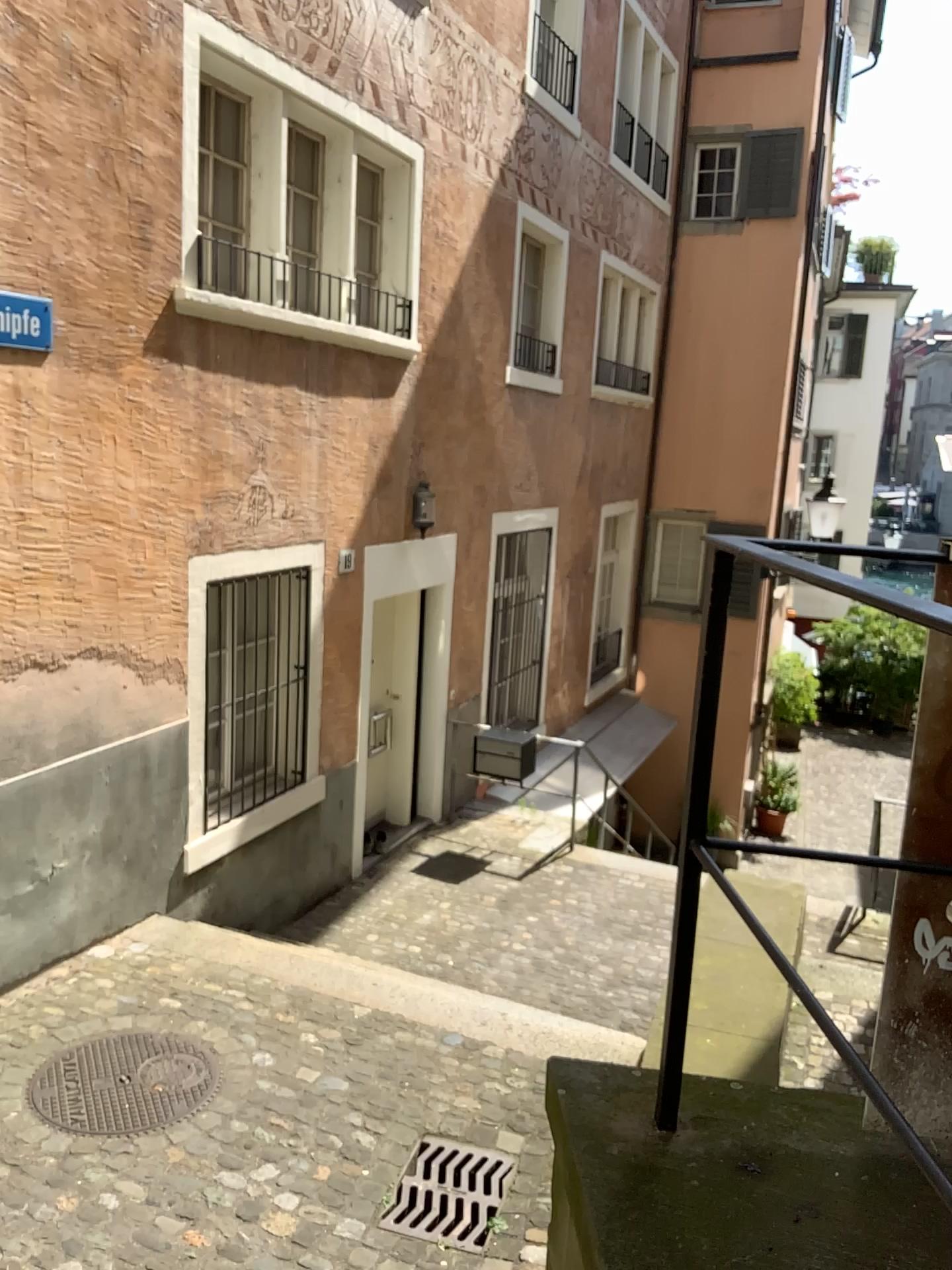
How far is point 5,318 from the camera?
4.3 meters

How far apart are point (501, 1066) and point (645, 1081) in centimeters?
290cm

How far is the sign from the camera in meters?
4.3
